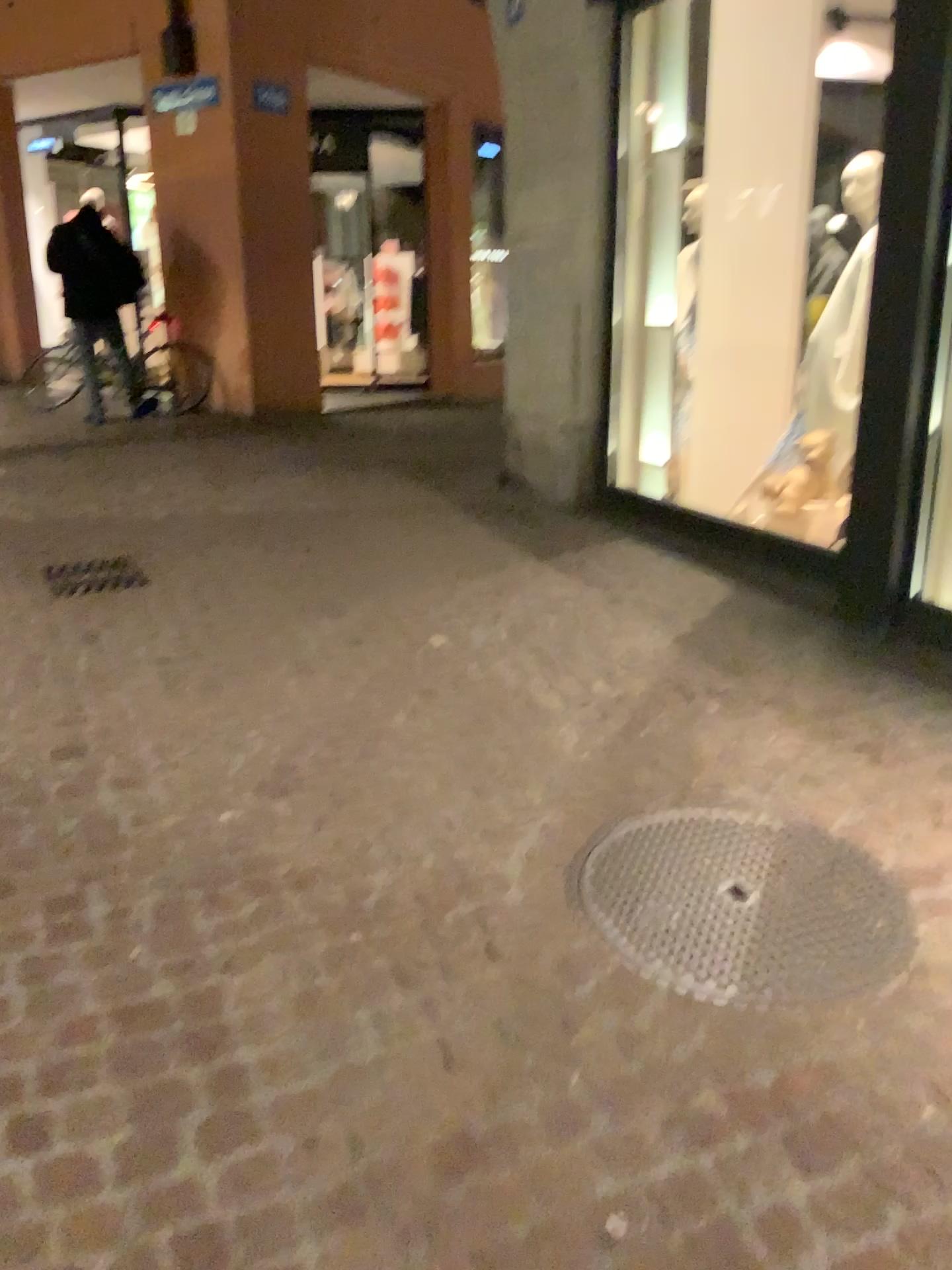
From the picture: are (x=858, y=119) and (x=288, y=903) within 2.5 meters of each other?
no

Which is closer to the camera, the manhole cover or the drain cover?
the manhole cover

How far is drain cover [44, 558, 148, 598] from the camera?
4.36m

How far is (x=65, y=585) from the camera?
4.4 meters

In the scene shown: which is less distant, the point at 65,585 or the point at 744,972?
the point at 744,972
